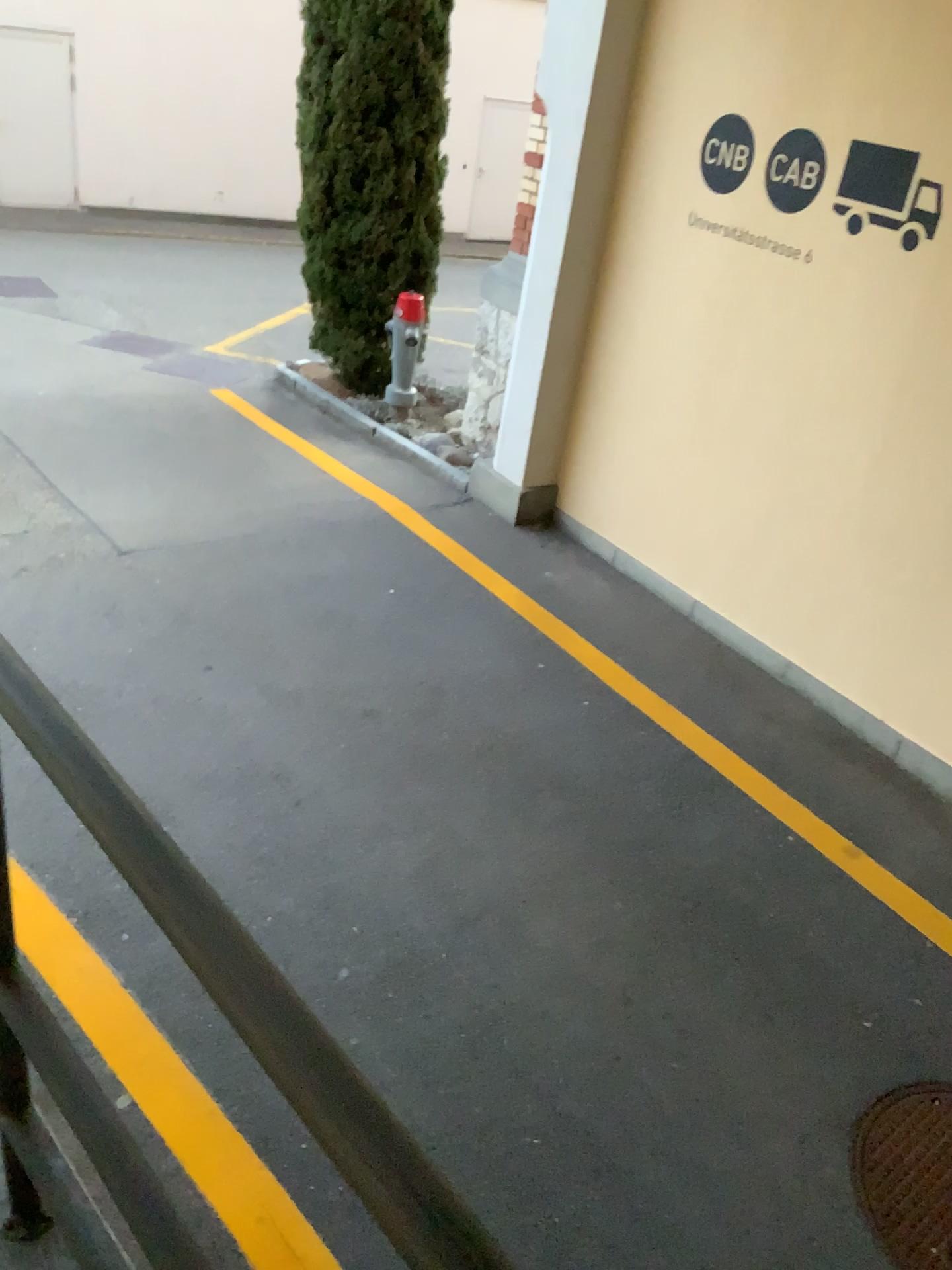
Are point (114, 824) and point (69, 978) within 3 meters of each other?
yes

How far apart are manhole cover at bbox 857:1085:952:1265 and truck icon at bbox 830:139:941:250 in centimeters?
296cm

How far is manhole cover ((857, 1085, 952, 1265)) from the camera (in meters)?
2.58

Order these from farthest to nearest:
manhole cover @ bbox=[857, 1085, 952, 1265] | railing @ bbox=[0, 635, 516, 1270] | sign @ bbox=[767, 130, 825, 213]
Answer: sign @ bbox=[767, 130, 825, 213], manhole cover @ bbox=[857, 1085, 952, 1265], railing @ bbox=[0, 635, 516, 1270]

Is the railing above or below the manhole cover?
above

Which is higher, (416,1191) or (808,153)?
(808,153)

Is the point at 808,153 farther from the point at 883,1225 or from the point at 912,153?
the point at 883,1225

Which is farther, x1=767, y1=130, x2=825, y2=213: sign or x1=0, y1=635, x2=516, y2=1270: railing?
x1=767, y1=130, x2=825, y2=213: sign

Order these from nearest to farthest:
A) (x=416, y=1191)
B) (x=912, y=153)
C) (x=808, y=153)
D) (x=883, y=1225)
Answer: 1. (x=416, y=1191)
2. (x=883, y=1225)
3. (x=912, y=153)
4. (x=808, y=153)

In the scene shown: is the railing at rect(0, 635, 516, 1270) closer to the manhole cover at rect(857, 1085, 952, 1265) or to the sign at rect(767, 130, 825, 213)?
the manhole cover at rect(857, 1085, 952, 1265)
